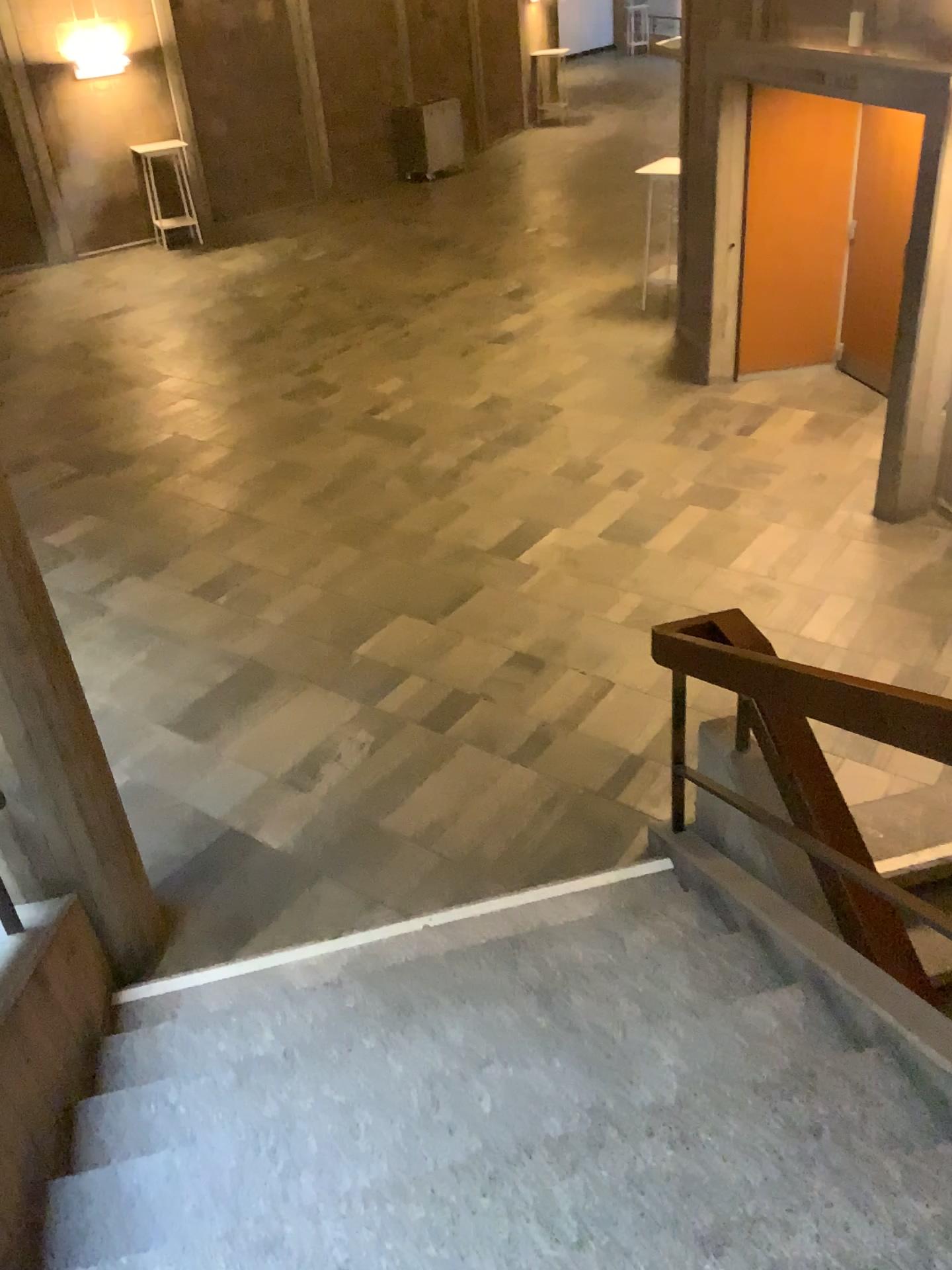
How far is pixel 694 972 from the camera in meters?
2.9 m

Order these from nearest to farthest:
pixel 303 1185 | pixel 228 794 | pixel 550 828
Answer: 1. pixel 303 1185
2. pixel 550 828
3. pixel 228 794

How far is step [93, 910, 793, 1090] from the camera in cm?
290

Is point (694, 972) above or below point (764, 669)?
below
